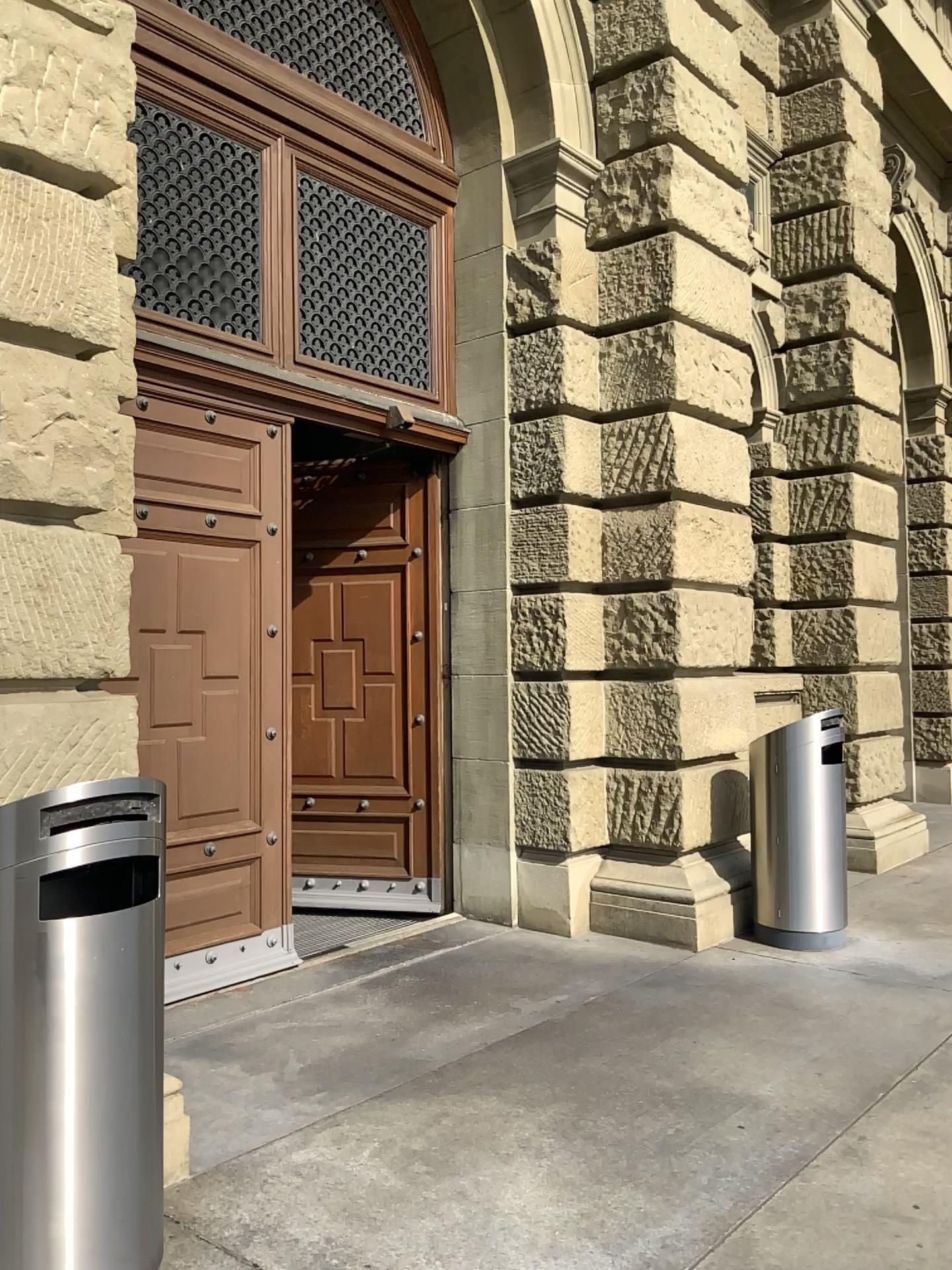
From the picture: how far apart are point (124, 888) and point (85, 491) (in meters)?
1.18
